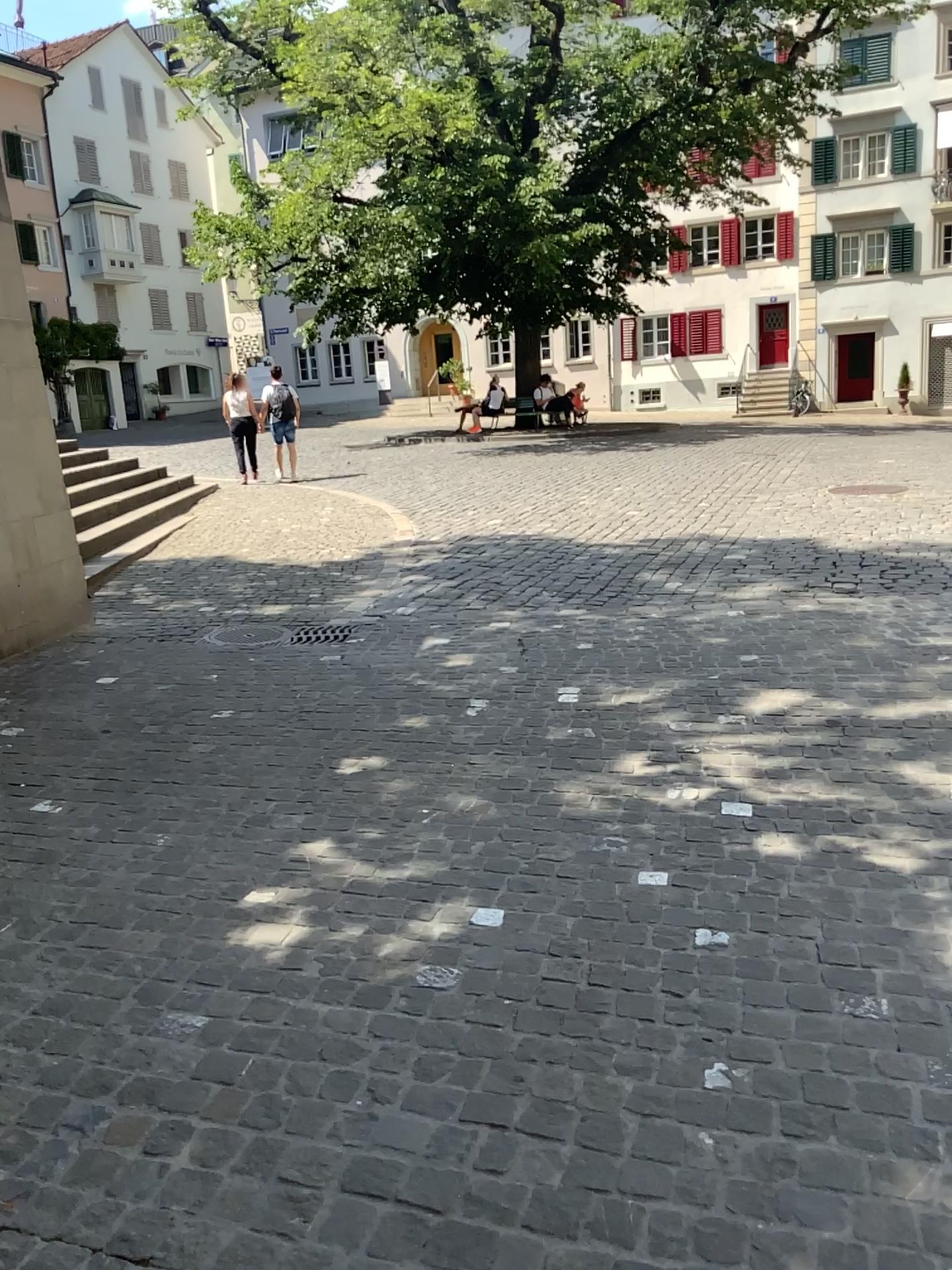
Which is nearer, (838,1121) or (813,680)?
(838,1121)
